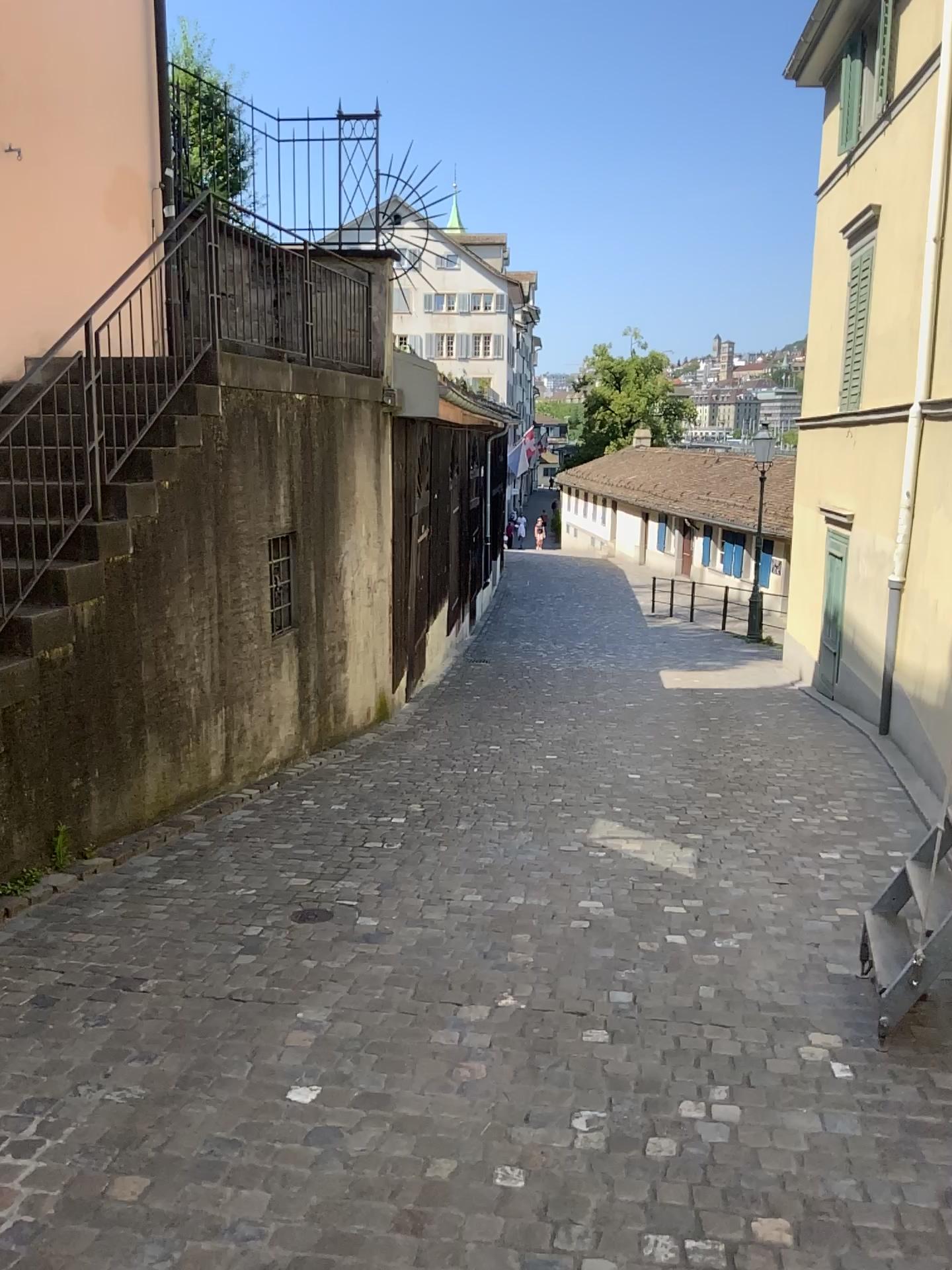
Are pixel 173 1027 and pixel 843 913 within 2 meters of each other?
no
